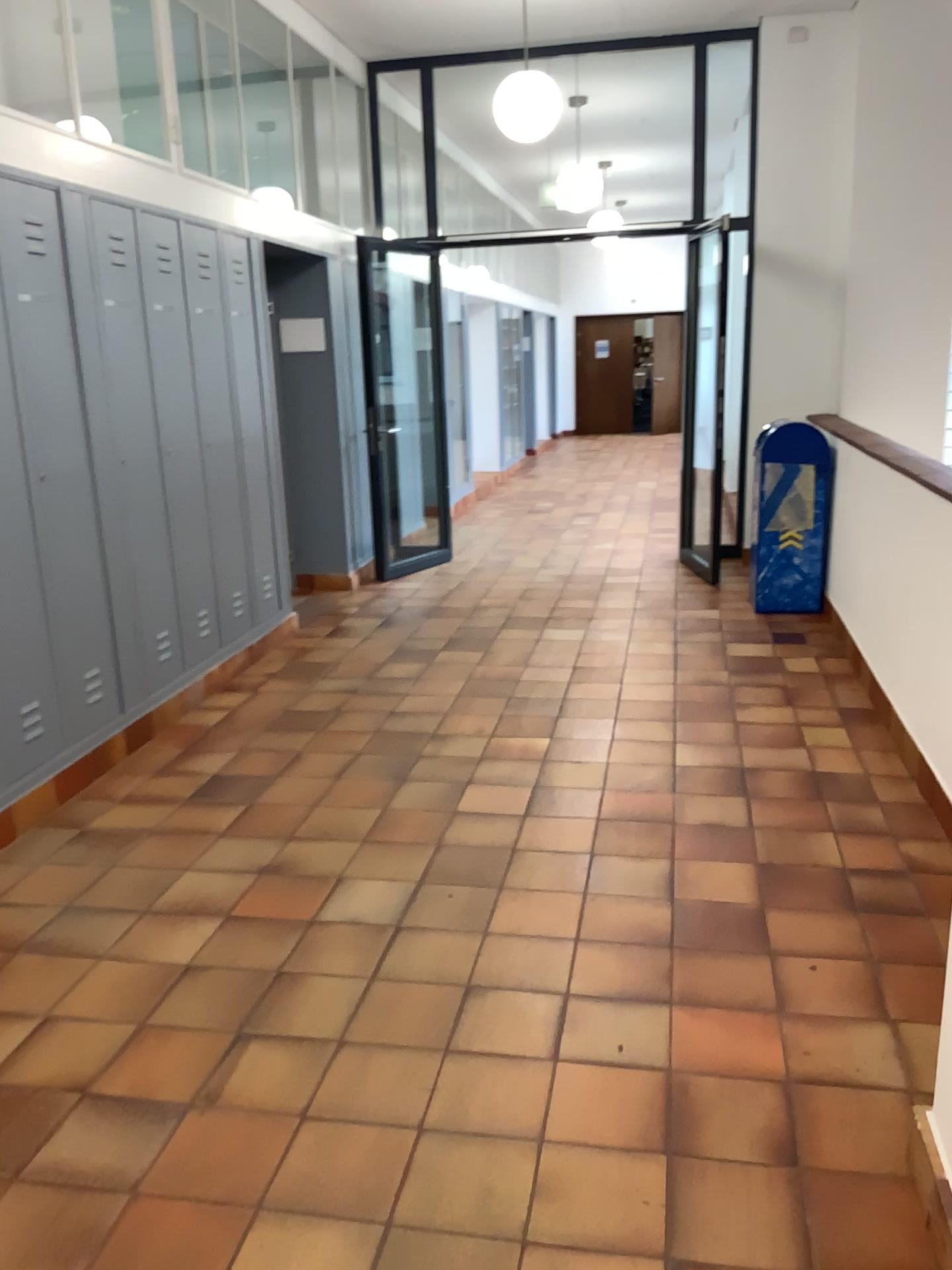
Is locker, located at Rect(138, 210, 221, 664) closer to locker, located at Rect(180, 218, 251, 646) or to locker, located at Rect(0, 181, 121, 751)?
locker, located at Rect(180, 218, 251, 646)

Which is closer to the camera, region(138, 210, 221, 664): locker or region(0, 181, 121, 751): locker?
region(0, 181, 121, 751): locker

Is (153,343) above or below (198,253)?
below

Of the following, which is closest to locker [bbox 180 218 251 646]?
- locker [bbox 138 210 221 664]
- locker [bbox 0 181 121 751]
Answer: locker [bbox 138 210 221 664]

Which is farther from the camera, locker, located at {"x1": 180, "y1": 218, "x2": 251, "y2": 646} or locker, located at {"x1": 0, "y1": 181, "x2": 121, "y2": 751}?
locker, located at {"x1": 180, "y1": 218, "x2": 251, "y2": 646}

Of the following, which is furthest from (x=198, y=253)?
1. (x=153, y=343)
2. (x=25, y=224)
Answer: (x=25, y=224)

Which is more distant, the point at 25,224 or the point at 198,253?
the point at 198,253

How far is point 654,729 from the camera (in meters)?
4.36
